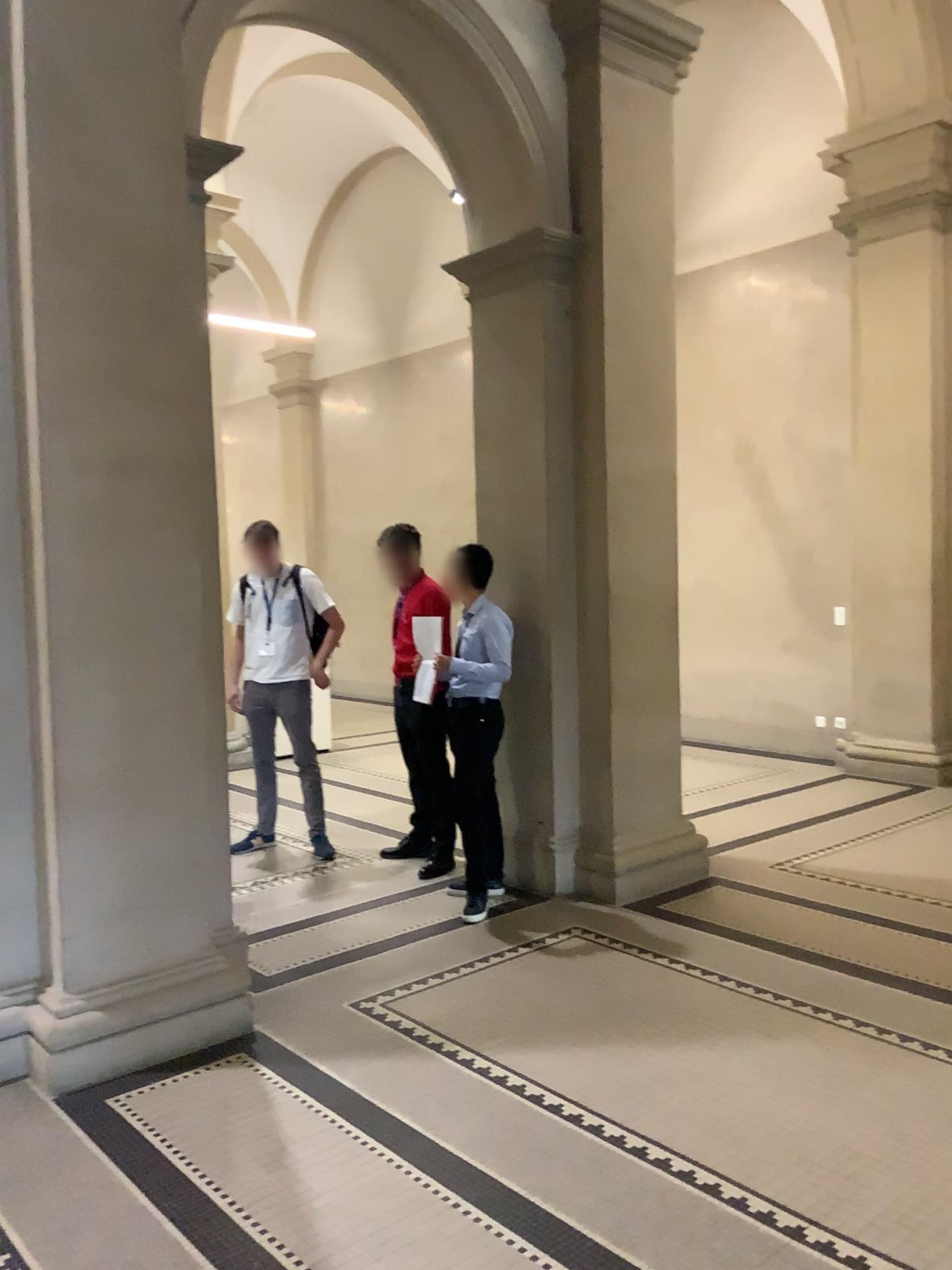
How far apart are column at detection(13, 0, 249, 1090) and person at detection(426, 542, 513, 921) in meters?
1.4

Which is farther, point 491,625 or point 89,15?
point 491,625

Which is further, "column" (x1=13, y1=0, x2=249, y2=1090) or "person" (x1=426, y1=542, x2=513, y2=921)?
"person" (x1=426, y1=542, x2=513, y2=921)

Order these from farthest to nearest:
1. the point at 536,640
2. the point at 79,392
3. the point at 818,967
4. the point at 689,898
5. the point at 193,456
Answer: the point at 536,640
the point at 689,898
the point at 818,967
the point at 193,456
the point at 79,392

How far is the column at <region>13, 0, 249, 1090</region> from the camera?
3.35m

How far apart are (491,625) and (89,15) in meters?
2.8 m

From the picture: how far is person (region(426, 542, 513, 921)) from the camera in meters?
4.9

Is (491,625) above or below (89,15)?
below
